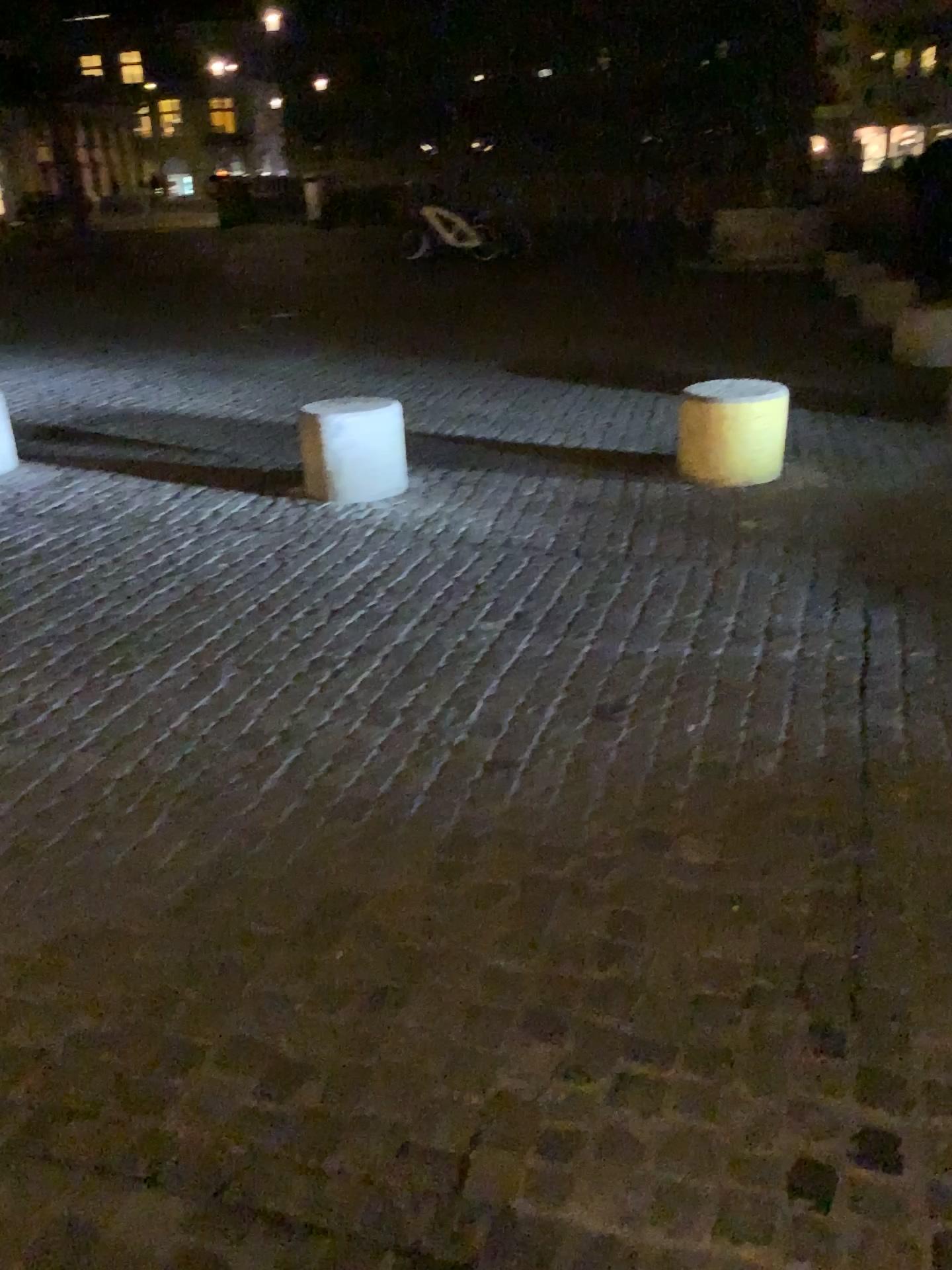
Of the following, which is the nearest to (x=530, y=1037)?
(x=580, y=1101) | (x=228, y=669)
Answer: (x=580, y=1101)

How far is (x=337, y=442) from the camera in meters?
5.0 m

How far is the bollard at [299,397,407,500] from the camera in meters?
5.0 m
